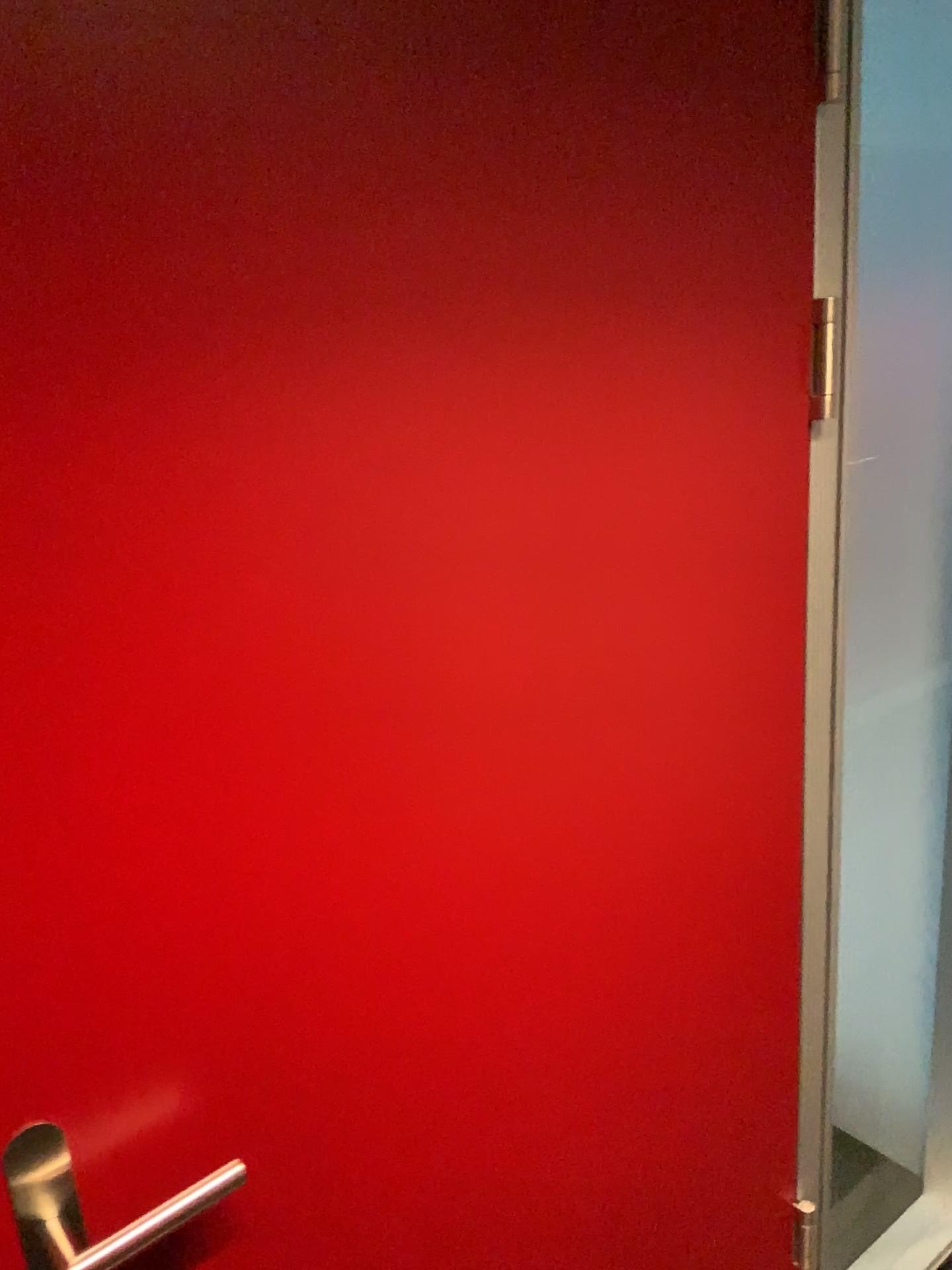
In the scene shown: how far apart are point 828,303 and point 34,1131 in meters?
1.0

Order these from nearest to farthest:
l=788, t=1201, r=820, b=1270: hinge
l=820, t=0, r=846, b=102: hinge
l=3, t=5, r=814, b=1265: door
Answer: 1. l=3, t=5, r=814, b=1265: door
2. l=820, t=0, r=846, b=102: hinge
3. l=788, t=1201, r=820, b=1270: hinge

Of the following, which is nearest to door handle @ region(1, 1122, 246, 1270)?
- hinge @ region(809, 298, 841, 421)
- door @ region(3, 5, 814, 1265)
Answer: door @ region(3, 5, 814, 1265)

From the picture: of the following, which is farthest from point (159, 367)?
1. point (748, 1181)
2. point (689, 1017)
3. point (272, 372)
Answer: point (748, 1181)

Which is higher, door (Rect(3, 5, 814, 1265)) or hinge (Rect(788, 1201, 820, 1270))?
door (Rect(3, 5, 814, 1265))

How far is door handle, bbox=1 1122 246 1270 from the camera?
0.71m

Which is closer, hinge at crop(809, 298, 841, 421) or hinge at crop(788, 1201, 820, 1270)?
hinge at crop(809, 298, 841, 421)

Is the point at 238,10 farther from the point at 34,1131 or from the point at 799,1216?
the point at 799,1216

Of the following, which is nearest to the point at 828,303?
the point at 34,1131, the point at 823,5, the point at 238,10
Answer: the point at 823,5

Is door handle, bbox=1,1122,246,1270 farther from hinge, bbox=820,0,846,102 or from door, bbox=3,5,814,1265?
hinge, bbox=820,0,846,102
